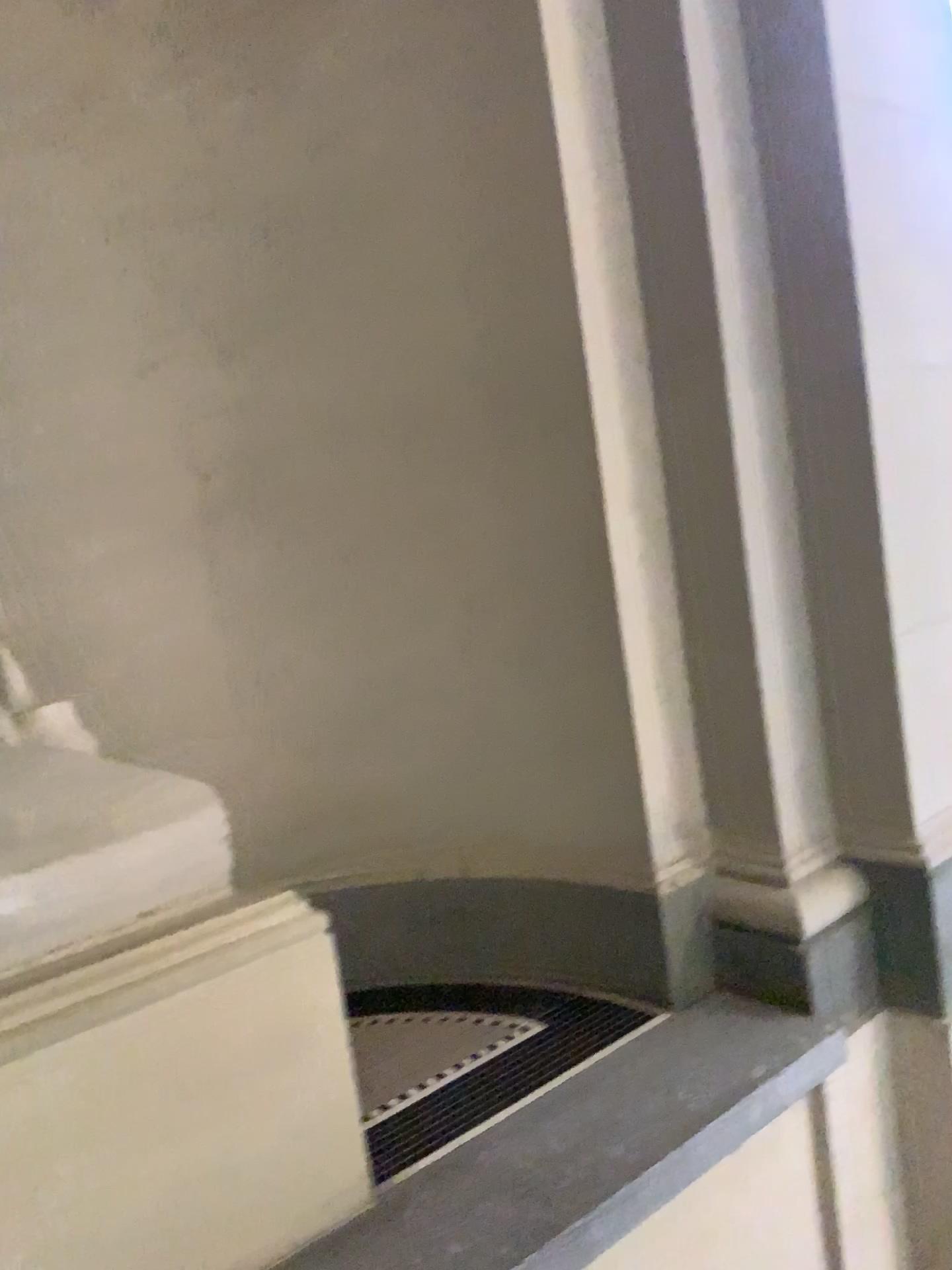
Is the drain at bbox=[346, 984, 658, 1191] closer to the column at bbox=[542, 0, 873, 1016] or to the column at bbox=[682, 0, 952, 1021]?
the column at bbox=[542, 0, 873, 1016]

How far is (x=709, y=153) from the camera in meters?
2.0 m

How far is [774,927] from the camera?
2.1 meters

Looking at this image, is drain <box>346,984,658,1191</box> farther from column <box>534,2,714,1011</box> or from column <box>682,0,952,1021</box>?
column <box>682,0,952,1021</box>

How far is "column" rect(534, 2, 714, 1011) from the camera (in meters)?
2.06

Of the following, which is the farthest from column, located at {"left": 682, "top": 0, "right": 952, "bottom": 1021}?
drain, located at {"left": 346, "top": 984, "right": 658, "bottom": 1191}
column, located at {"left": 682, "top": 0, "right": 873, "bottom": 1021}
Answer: drain, located at {"left": 346, "top": 984, "right": 658, "bottom": 1191}

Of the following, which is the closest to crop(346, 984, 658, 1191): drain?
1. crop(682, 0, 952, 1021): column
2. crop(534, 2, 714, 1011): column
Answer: crop(534, 2, 714, 1011): column

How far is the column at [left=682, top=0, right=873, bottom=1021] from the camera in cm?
201

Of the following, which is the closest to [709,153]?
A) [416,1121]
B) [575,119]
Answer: [575,119]

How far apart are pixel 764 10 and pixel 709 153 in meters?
0.3
